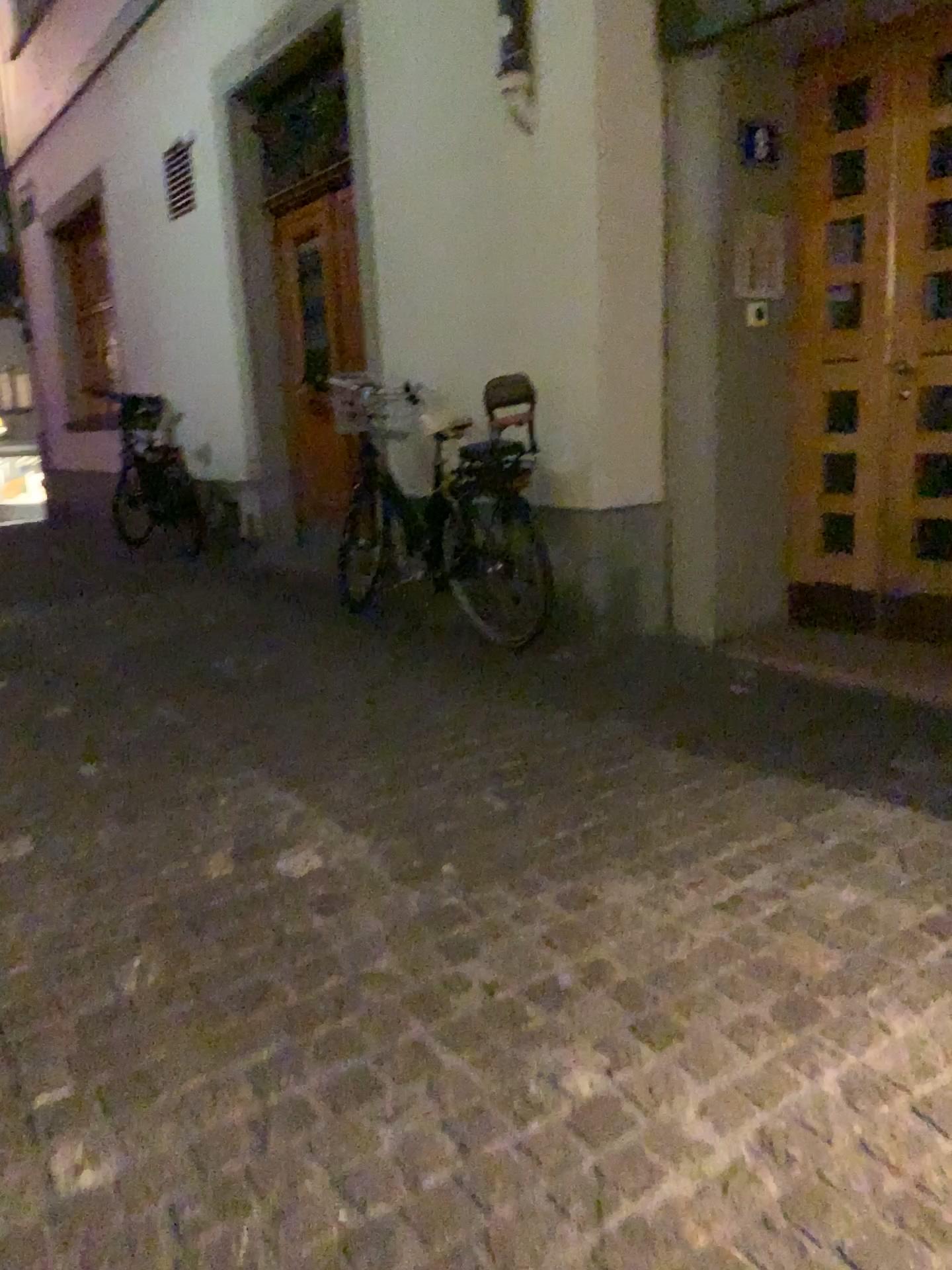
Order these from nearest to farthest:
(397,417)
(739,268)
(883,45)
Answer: (883,45)
(739,268)
(397,417)

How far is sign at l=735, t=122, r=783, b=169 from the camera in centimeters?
377cm

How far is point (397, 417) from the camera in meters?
4.8 m

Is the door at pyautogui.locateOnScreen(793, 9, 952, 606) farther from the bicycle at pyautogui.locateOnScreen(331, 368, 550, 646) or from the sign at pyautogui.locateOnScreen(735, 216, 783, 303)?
the bicycle at pyautogui.locateOnScreen(331, 368, 550, 646)

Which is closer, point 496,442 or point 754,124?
point 754,124

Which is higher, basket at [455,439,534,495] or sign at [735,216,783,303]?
sign at [735,216,783,303]

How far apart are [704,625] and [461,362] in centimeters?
161cm

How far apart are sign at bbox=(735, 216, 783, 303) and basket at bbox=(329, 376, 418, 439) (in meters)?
1.57

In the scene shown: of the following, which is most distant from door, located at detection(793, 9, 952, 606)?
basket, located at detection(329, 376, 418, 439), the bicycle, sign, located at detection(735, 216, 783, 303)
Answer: basket, located at detection(329, 376, 418, 439)

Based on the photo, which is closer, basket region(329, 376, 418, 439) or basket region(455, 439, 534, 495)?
basket region(455, 439, 534, 495)
